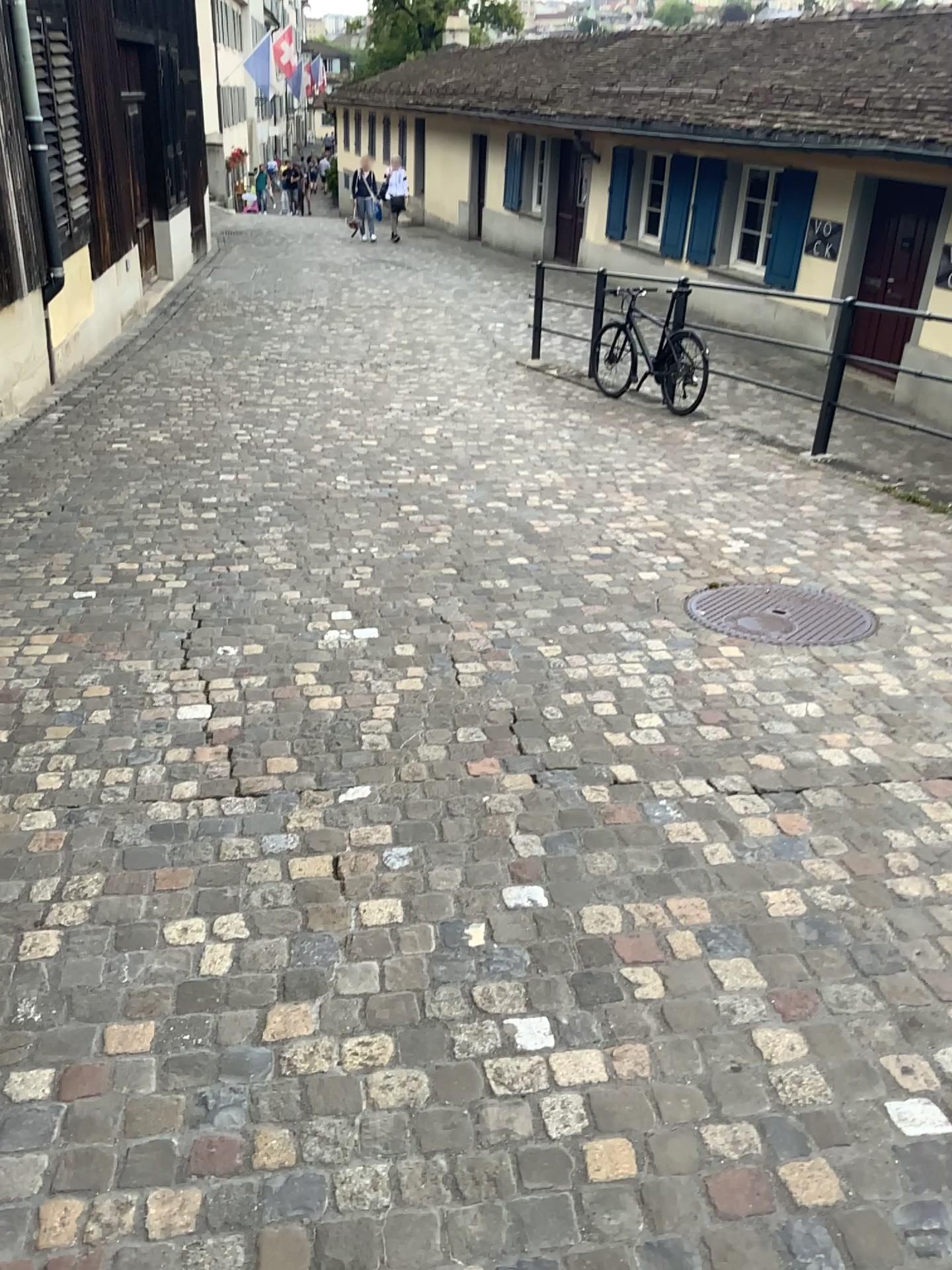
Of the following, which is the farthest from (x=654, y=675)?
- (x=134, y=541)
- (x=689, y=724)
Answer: (x=134, y=541)
